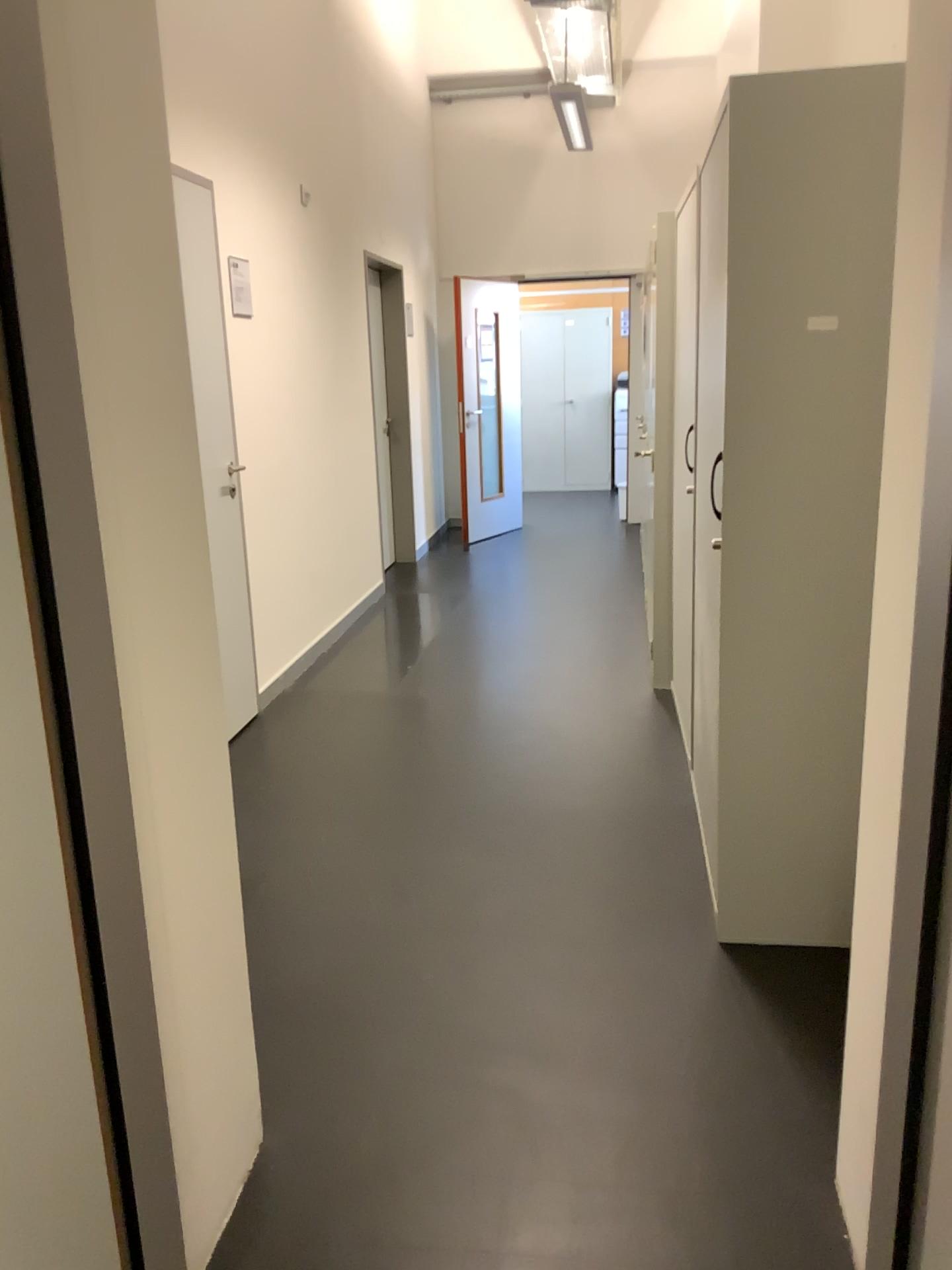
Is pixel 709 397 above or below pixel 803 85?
below

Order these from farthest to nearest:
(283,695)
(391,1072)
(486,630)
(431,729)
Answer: (486,630), (283,695), (431,729), (391,1072)
